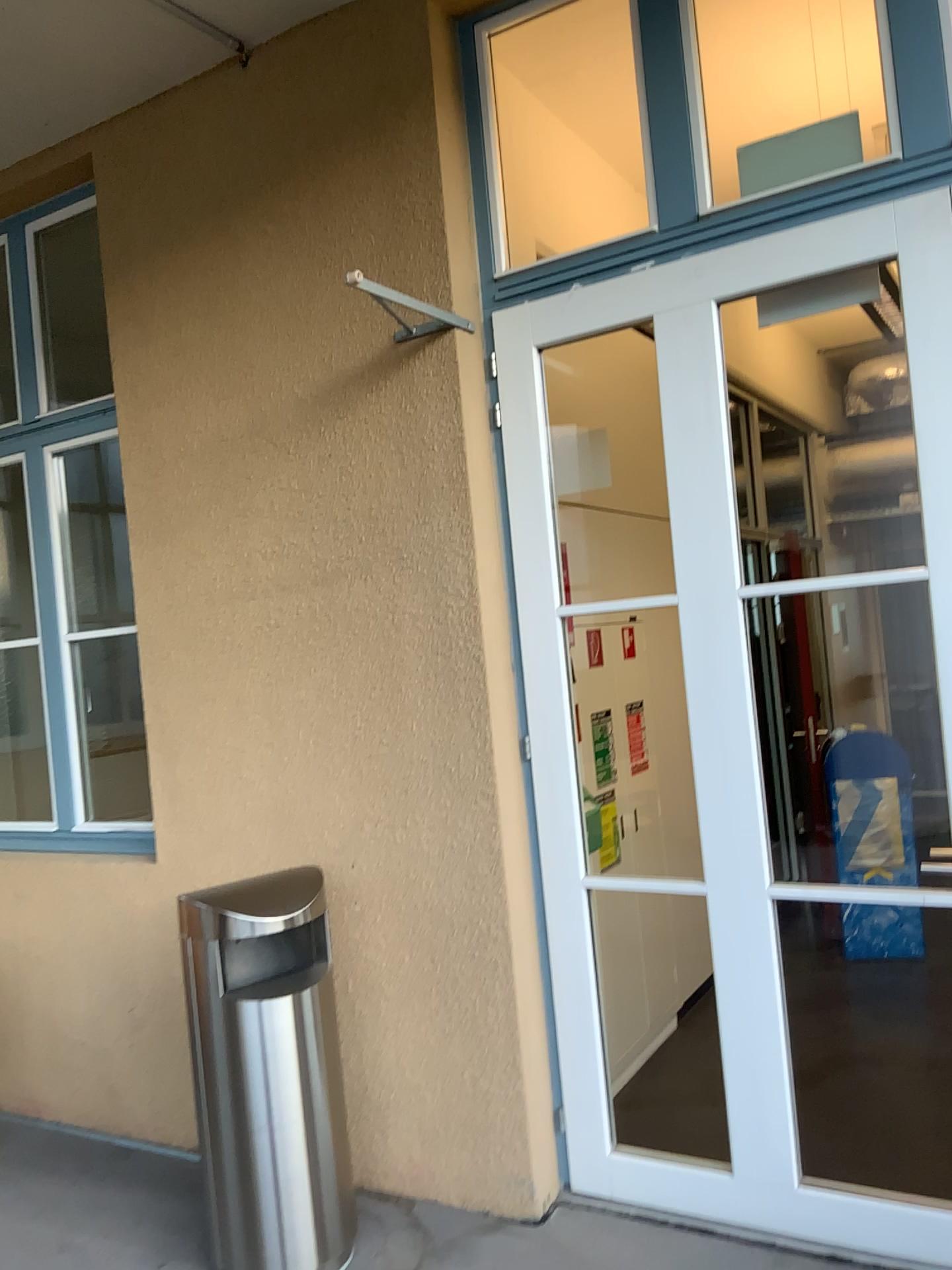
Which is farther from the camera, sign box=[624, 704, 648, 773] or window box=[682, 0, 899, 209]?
sign box=[624, 704, 648, 773]

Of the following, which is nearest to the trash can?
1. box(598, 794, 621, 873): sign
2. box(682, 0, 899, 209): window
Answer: box(598, 794, 621, 873): sign

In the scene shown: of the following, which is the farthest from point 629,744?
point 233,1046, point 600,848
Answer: point 233,1046

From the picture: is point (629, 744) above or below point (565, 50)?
below

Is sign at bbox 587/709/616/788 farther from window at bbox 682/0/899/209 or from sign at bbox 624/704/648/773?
window at bbox 682/0/899/209

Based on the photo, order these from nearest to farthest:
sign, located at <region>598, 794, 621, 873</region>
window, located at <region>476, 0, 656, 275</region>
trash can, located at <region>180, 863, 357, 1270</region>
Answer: trash can, located at <region>180, 863, 357, 1270</region> → window, located at <region>476, 0, 656, 275</region> → sign, located at <region>598, 794, 621, 873</region>

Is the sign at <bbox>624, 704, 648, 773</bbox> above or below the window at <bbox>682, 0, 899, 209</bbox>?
below

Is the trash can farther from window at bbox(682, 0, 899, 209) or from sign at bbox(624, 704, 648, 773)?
window at bbox(682, 0, 899, 209)

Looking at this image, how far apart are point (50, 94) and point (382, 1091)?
3.3m

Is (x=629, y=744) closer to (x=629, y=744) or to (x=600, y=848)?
(x=629, y=744)
